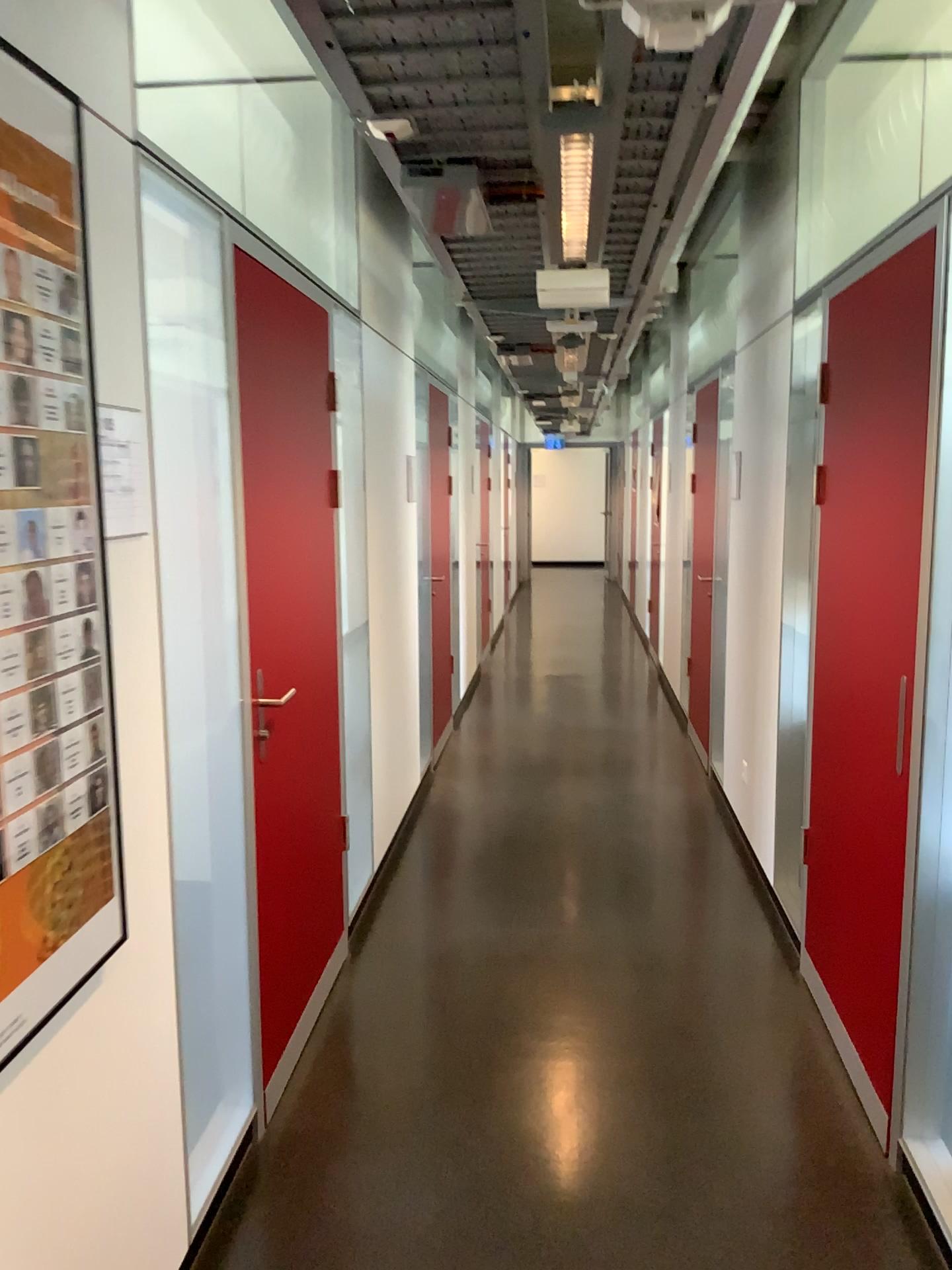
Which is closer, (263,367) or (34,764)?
(34,764)

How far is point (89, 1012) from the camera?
1.6m

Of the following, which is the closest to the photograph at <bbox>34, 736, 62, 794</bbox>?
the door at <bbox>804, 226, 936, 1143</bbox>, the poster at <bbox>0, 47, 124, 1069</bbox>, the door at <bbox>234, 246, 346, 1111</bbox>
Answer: the poster at <bbox>0, 47, 124, 1069</bbox>

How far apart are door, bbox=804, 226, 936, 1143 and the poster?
1.7 meters

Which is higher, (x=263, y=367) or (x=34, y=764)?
(x=263, y=367)

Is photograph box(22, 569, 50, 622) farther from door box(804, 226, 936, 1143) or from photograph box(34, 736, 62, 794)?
door box(804, 226, 936, 1143)

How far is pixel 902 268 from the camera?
2.43m

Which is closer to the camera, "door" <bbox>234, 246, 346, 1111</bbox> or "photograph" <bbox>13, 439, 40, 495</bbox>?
"photograph" <bbox>13, 439, 40, 495</bbox>

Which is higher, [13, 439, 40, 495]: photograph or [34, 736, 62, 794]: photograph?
[13, 439, 40, 495]: photograph

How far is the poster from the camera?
1.4 meters
